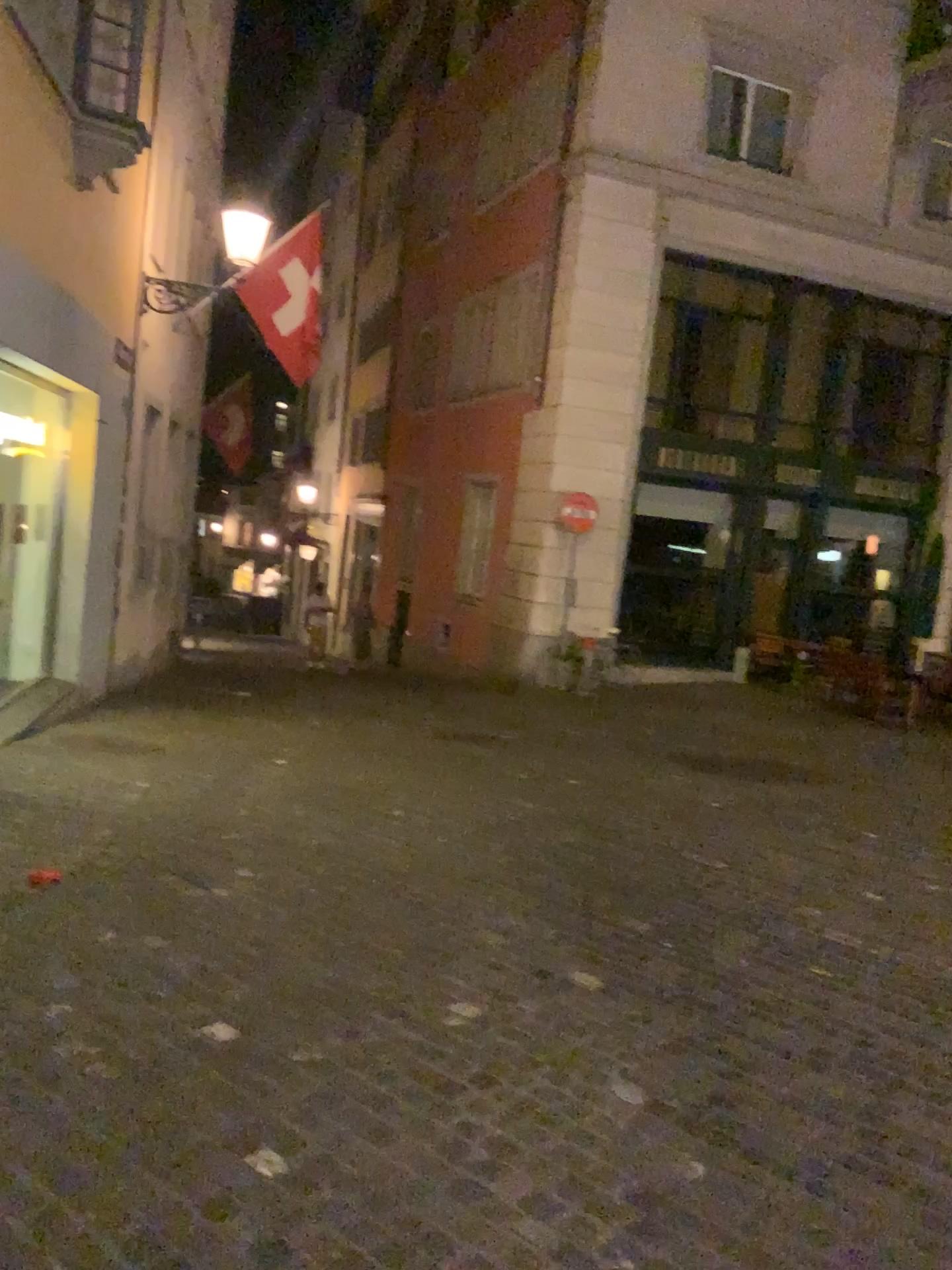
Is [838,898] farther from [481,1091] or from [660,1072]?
[481,1091]
